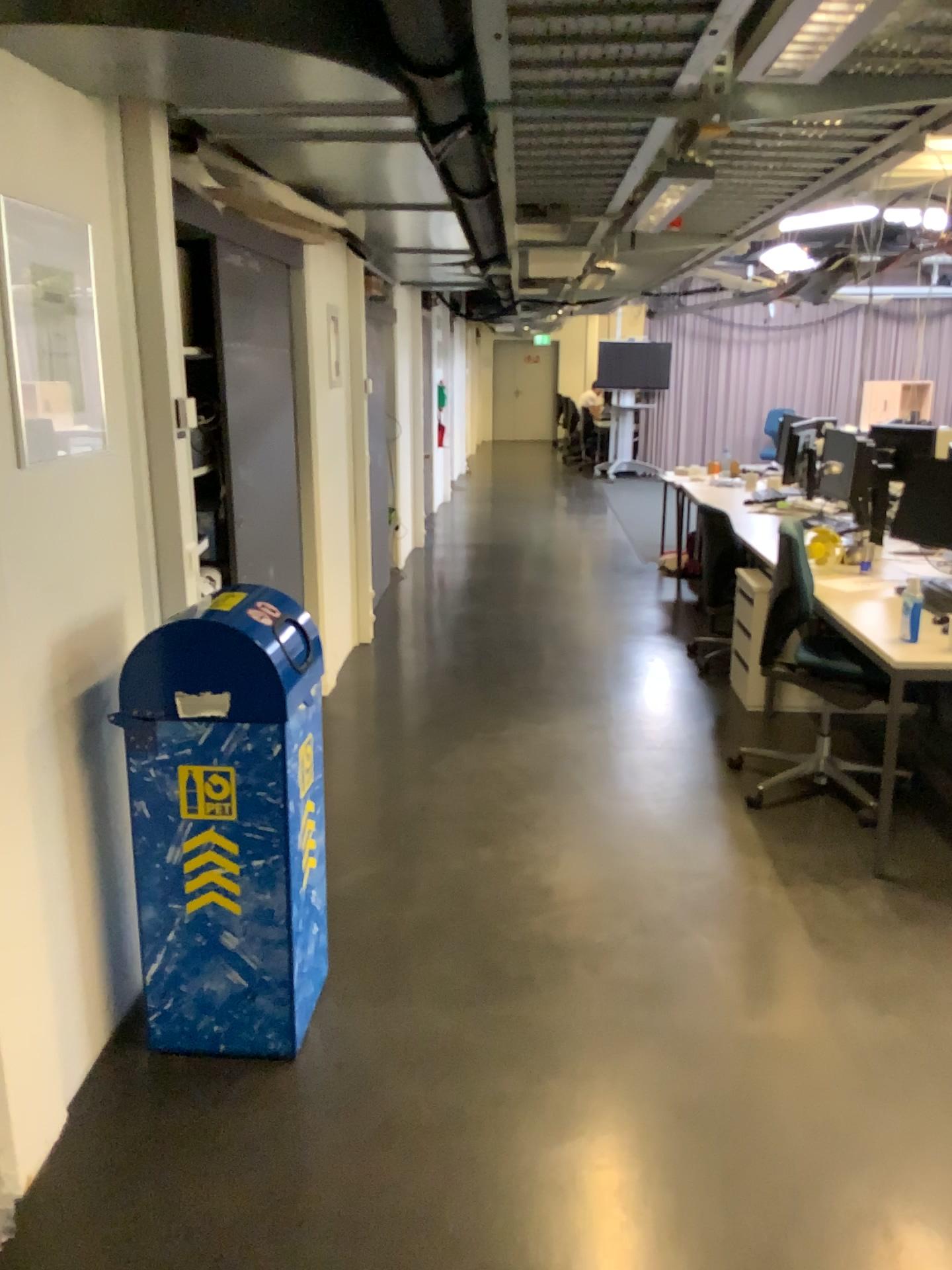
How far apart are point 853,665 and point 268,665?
2.3 meters

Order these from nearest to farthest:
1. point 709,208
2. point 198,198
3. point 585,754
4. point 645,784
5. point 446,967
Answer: point 446,967 < point 198,198 < point 709,208 < point 645,784 < point 585,754

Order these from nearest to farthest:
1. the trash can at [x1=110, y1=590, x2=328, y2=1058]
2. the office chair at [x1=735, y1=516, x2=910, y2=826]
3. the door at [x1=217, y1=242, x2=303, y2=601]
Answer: the trash can at [x1=110, y1=590, x2=328, y2=1058], the office chair at [x1=735, y1=516, x2=910, y2=826], the door at [x1=217, y1=242, x2=303, y2=601]

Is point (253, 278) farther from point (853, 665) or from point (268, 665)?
point (853, 665)

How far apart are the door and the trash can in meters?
1.7 m

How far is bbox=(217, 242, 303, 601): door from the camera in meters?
4.1 m

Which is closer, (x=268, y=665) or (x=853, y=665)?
(x=268, y=665)

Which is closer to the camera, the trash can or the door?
the trash can

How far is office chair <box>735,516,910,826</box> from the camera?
3.8 meters

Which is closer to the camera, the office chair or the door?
the office chair
